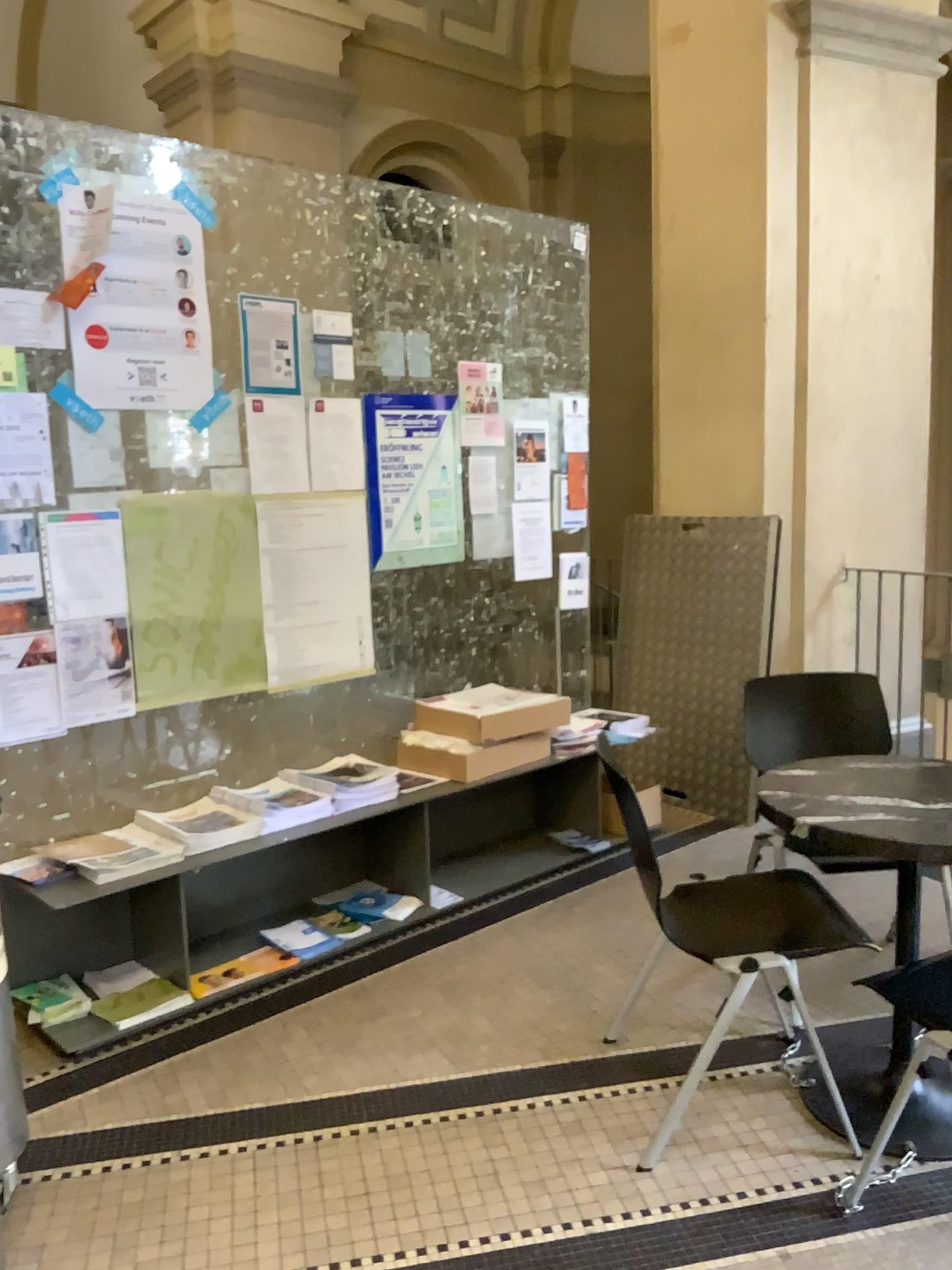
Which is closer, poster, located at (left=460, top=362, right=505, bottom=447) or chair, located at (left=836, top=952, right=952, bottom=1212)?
chair, located at (left=836, top=952, right=952, bottom=1212)

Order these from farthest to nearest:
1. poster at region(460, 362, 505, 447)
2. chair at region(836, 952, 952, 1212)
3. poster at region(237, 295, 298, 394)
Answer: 1. poster at region(460, 362, 505, 447)
2. poster at region(237, 295, 298, 394)
3. chair at region(836, 952, 952, 1212)

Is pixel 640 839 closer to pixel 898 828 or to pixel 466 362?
pixel 898 828

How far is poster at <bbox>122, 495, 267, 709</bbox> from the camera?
3.05m

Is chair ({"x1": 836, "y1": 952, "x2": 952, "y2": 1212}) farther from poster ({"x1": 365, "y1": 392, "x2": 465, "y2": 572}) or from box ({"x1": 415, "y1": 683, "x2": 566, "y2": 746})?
poster ({"x1": 365, "y1": 392, "x2": 465, "y2": 572})

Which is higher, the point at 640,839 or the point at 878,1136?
the point at 640,839

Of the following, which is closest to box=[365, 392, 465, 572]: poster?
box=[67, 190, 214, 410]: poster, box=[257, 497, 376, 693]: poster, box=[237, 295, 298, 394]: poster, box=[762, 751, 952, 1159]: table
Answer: box=[257, 497, 376, 693]: poster

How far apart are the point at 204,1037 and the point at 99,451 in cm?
159

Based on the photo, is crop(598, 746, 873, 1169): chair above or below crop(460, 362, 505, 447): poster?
below

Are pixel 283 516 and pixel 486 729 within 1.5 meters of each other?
yes
